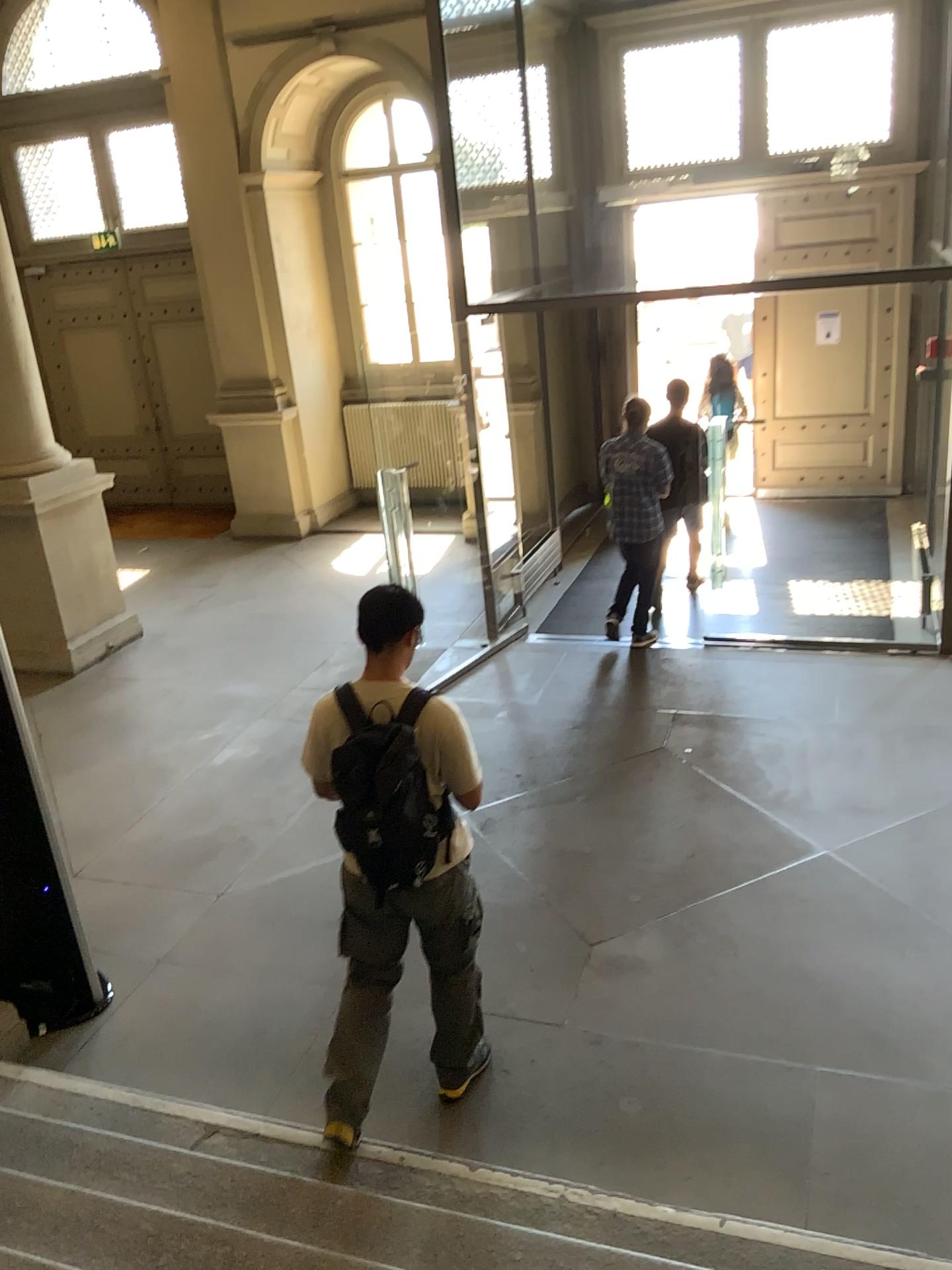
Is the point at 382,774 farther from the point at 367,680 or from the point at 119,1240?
the point at 119,1240

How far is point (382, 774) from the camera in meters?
3.0 m

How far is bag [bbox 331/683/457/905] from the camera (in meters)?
2.97

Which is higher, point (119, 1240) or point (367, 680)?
point (367, 680)

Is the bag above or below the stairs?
above

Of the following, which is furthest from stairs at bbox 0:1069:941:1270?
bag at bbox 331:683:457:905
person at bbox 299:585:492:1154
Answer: bag at bbox 331:683:457:905

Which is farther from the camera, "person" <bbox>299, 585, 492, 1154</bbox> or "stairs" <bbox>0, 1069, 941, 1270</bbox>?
"person" <bbox>299, 585, 492, 1154</bbox>

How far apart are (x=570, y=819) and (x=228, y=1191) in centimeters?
261cm

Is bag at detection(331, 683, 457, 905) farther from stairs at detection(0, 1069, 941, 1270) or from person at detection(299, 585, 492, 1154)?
stairs at detection(0, 1069, 941, 1270)
